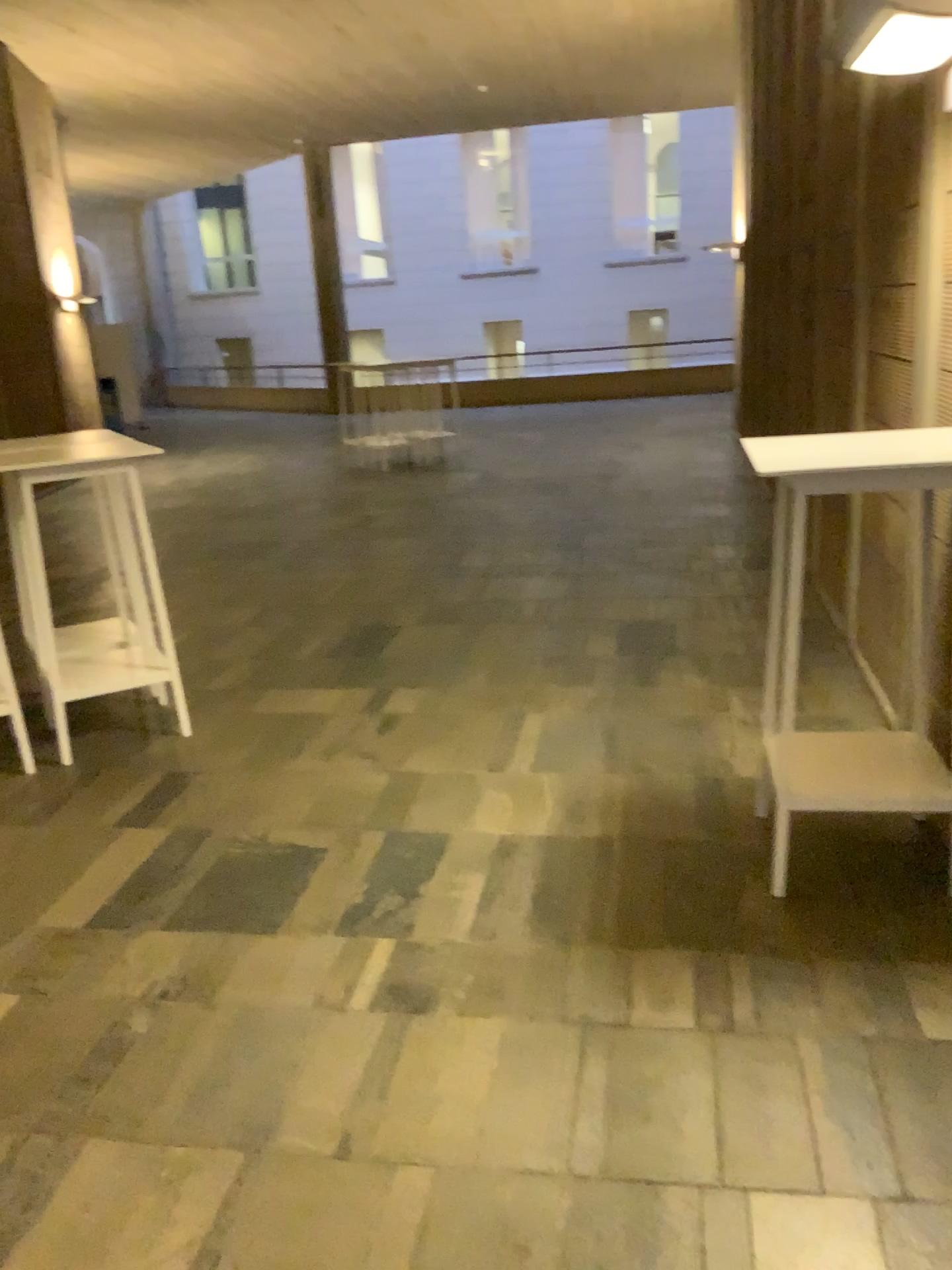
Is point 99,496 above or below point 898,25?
below

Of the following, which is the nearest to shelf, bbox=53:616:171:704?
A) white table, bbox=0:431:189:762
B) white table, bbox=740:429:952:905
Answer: white table, bbox=0:431:189:762

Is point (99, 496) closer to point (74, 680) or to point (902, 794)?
point (74, 680)

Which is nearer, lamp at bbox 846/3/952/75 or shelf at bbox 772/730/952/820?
lamp at bbox 846/3/952/75

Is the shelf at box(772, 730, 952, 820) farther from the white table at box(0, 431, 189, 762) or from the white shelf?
the white table at box(0, 431, 189, 762)

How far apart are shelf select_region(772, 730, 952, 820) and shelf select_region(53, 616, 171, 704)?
2.5 meters

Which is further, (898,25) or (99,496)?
(99,496)

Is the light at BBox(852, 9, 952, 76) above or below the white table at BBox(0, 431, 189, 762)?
above

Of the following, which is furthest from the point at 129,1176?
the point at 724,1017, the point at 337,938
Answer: the point at 724,1017

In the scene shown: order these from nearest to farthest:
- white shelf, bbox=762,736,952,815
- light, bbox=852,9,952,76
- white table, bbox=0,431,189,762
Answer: light, bbox=852,9,952,76
white shelf, bbox=762,736,952,815
white table, bbox=0,431,189,762
